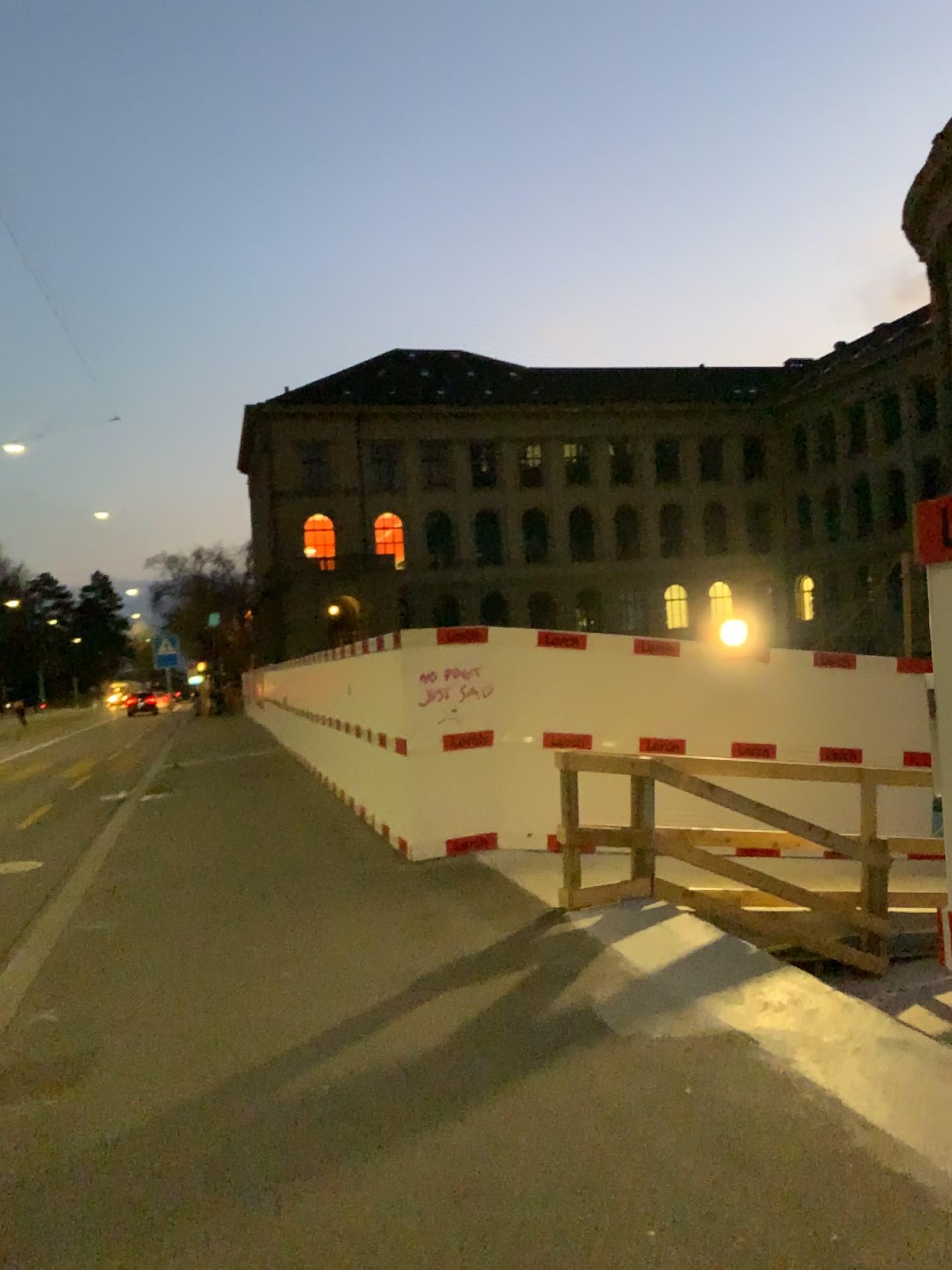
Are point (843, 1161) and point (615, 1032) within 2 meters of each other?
yes
